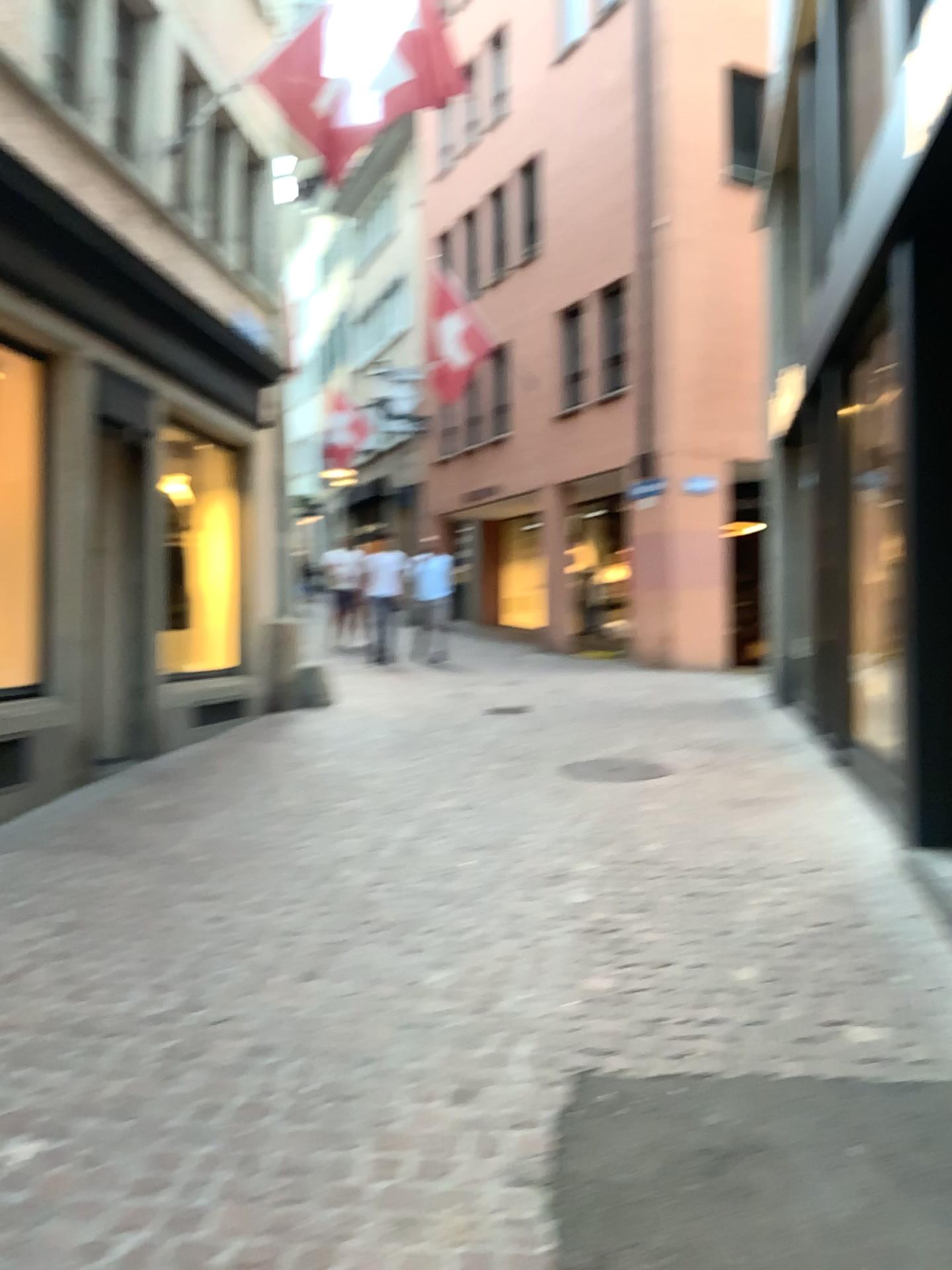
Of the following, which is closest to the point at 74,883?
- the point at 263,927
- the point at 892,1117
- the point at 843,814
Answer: the point at 263,927
